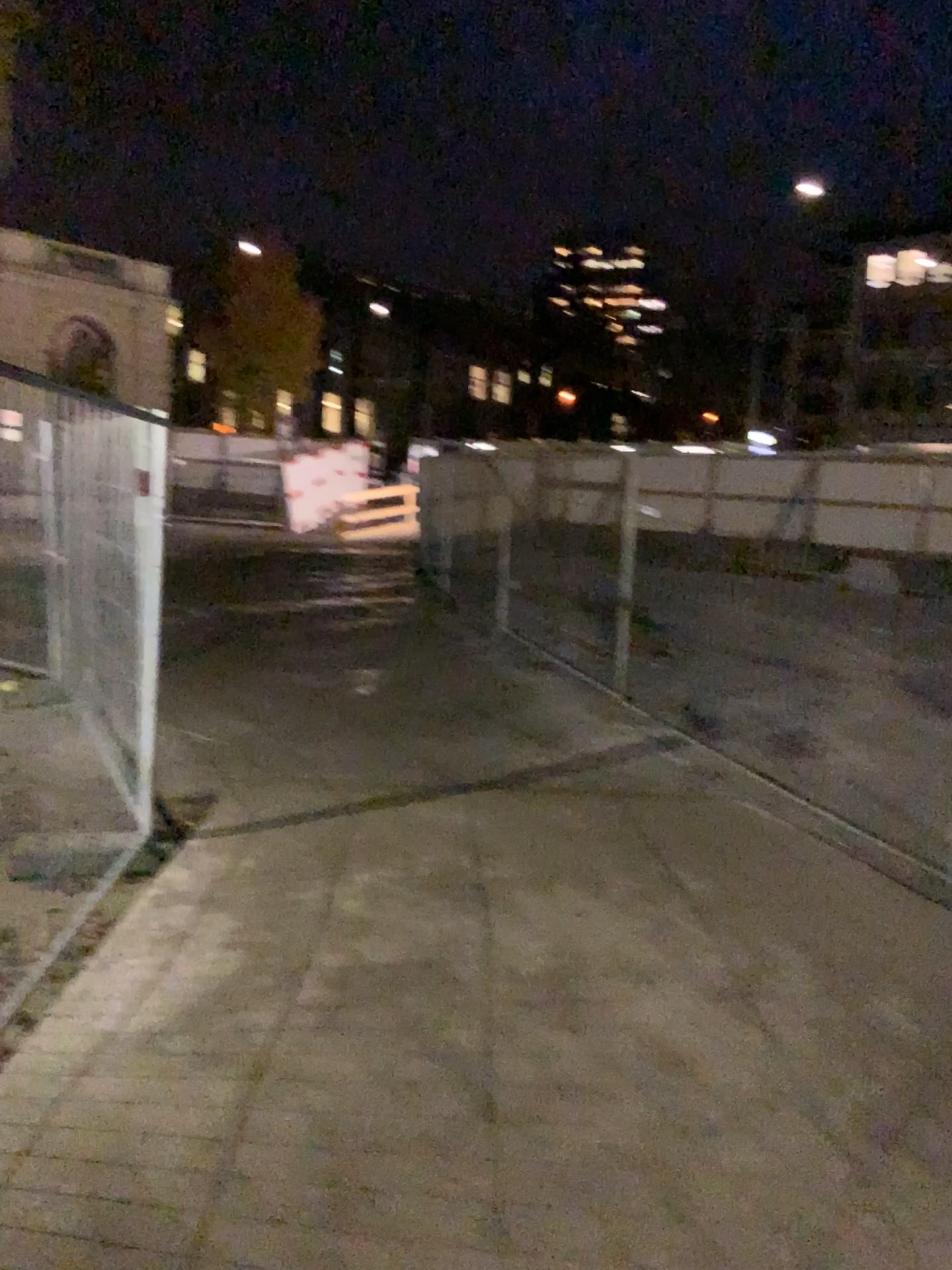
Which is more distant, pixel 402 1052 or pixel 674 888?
pixel 674 888
